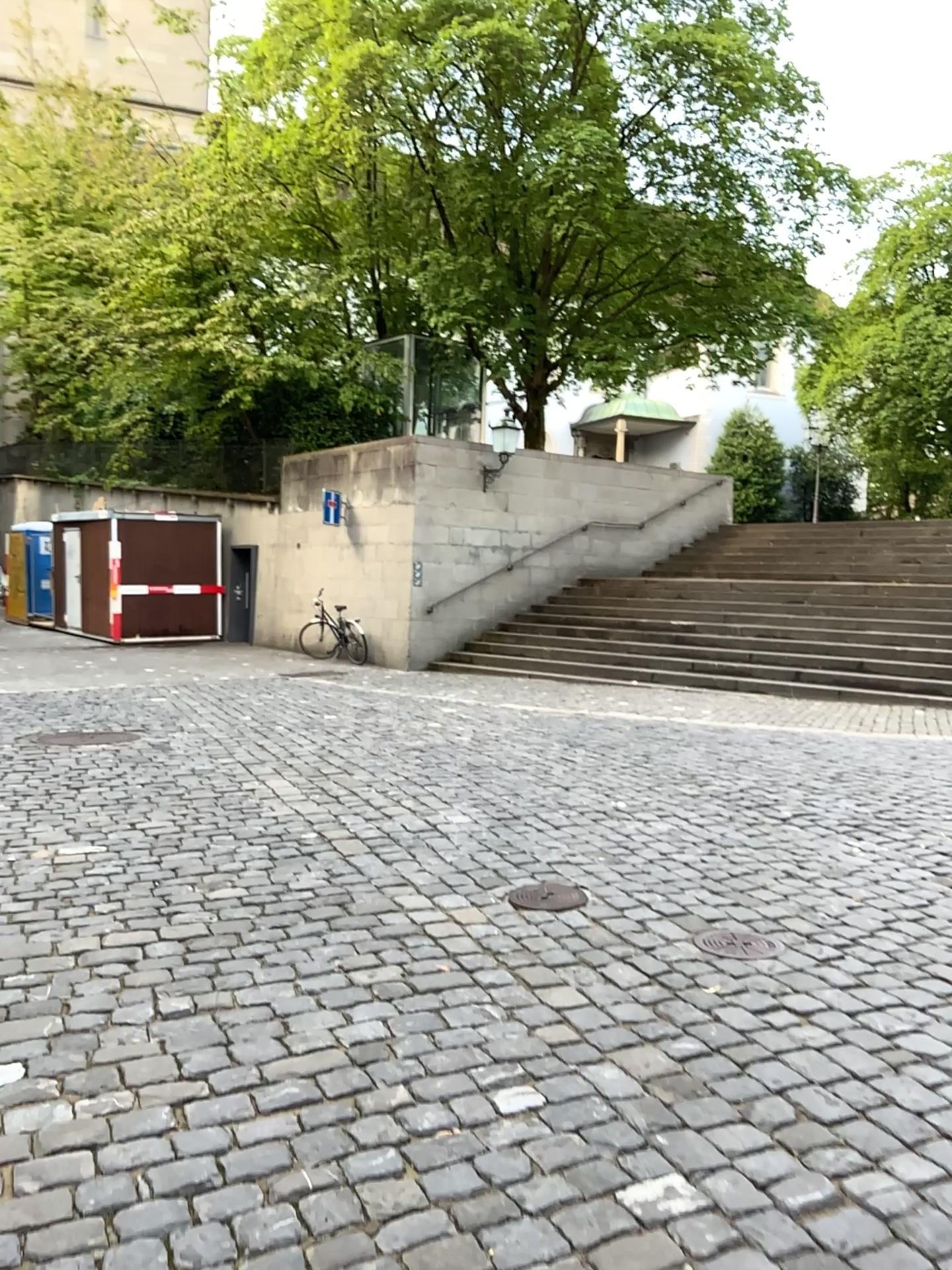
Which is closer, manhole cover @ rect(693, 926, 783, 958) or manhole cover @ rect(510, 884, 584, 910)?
manhole cover @ rect(693, 926, 783, 958)

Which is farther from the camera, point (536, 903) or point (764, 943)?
point (536, 903)

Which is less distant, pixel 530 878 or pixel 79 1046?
pixel 79 1046

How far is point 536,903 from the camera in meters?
4.1 m

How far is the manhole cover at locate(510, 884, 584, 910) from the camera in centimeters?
409cm
